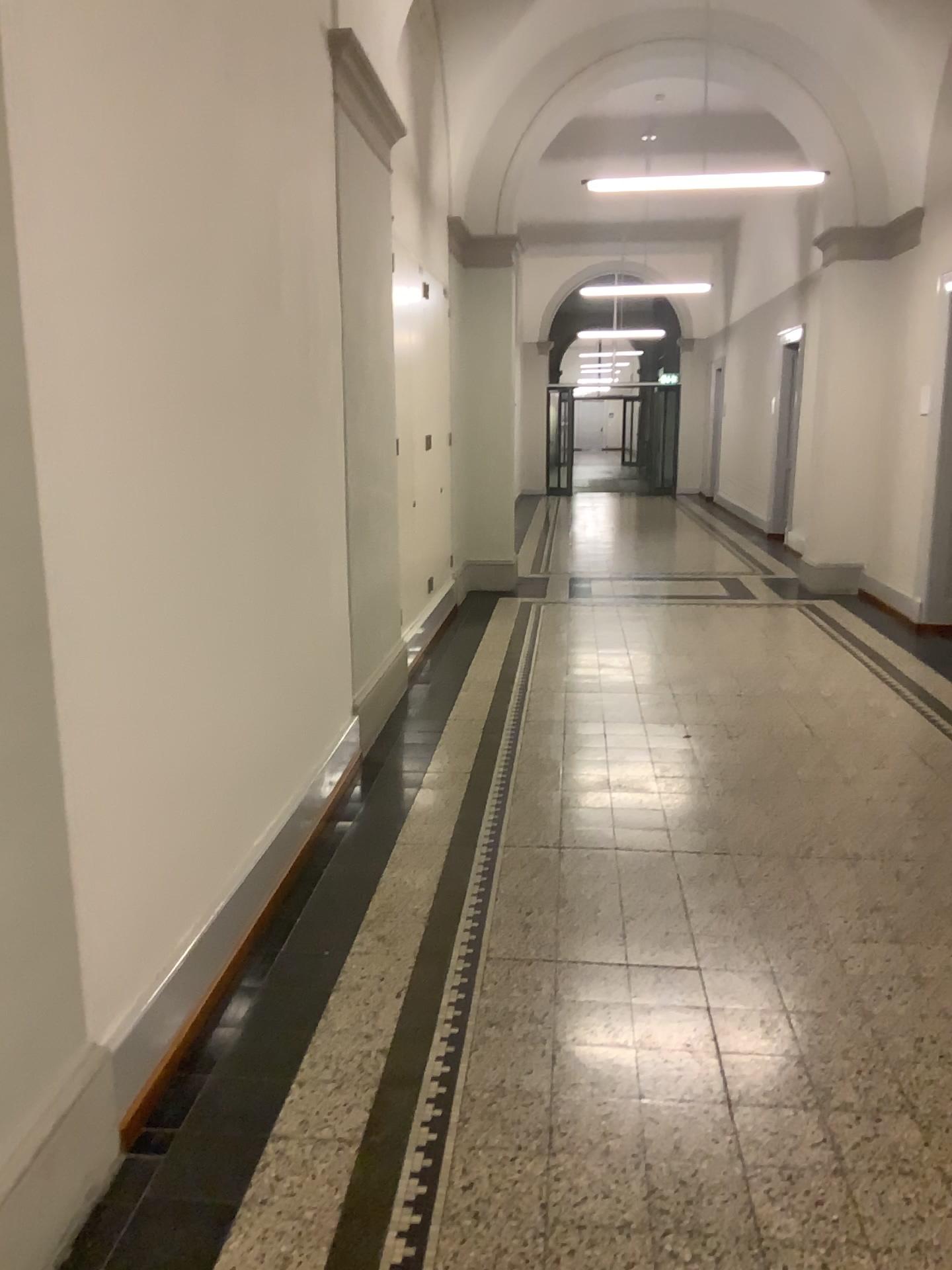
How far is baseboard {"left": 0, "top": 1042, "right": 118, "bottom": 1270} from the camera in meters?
1.8 m

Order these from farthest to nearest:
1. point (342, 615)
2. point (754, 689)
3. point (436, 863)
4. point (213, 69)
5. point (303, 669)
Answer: point (754, 689) → point (342, 615) → point (303, 669) → point (436, 863) → point (213, 69)

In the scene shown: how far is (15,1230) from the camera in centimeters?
180cm
